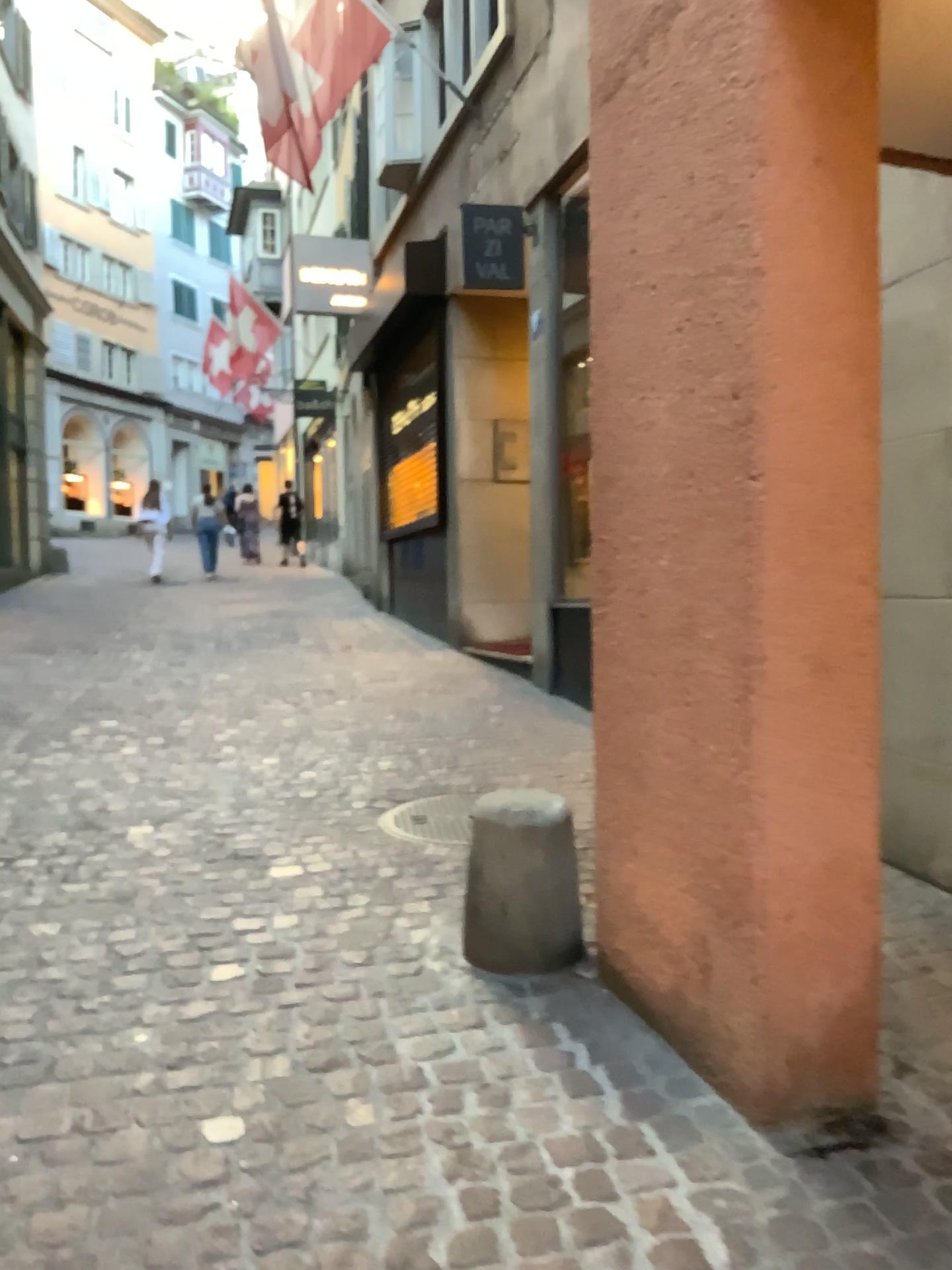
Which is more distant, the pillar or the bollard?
the bollard

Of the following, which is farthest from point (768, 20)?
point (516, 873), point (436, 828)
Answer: point (436, 828)

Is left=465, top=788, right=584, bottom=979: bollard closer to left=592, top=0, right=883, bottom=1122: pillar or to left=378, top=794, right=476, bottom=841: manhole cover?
left=592, top=0, right=883, bottom=1122: pillar

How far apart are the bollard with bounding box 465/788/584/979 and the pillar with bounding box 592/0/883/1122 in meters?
0.4 m

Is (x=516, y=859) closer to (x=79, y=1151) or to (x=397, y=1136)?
(x=397, y=1136)

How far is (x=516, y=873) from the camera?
2.7 meters

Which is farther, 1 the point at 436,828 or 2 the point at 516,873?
1 the point at 436,828

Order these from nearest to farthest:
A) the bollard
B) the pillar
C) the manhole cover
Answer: the pillar < the bollard < the manhole cover

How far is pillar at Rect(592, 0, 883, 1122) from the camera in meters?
2.0 m

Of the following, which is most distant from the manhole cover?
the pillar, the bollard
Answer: the pillar
